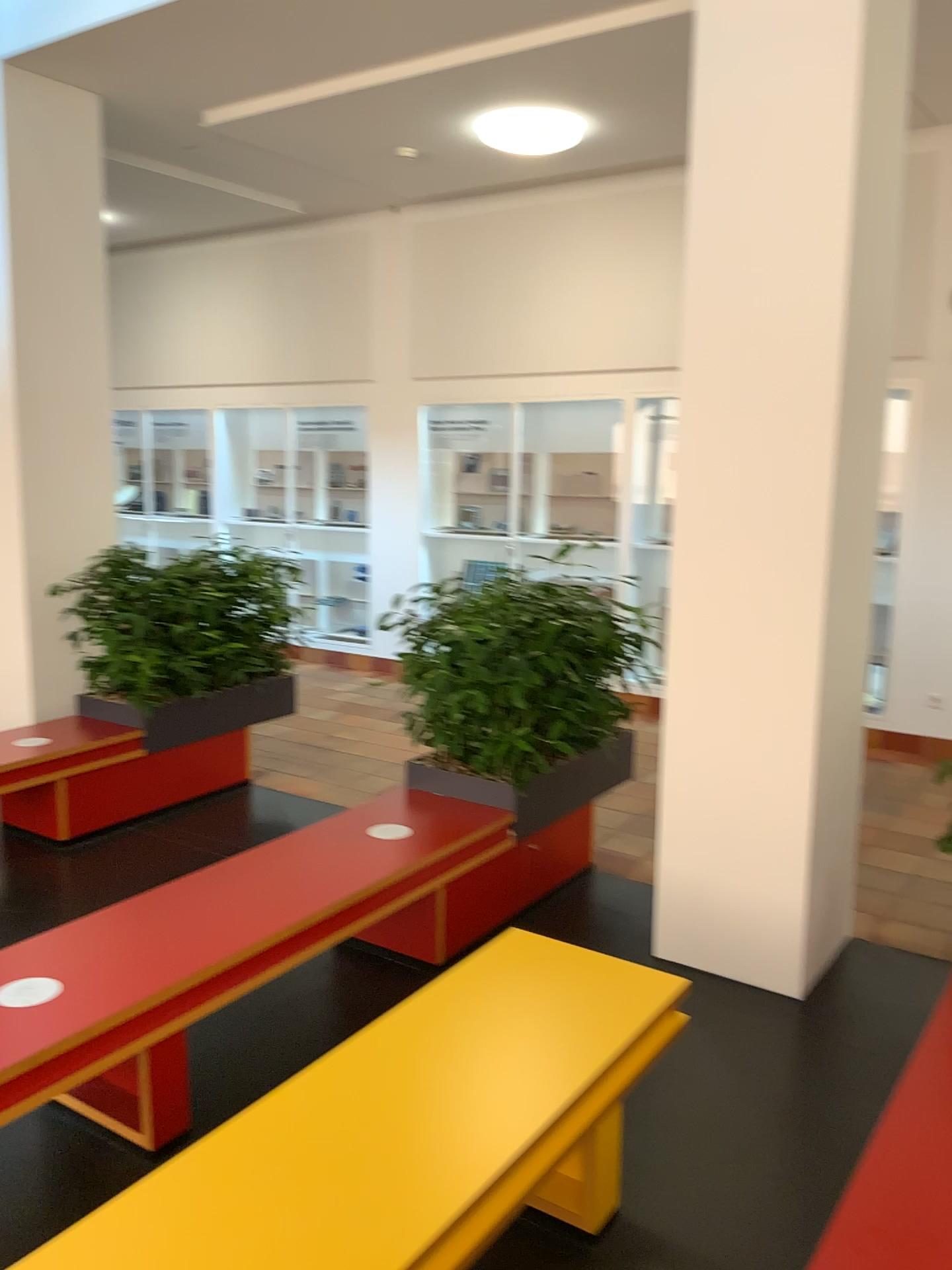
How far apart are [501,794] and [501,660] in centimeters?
51cm

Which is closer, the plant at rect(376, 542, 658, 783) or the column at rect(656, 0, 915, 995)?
the column at rect(656, 0, 915, 995)

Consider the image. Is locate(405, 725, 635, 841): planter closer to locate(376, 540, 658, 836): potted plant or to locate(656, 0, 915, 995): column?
locate(376, 540, 658, 836): potted plant

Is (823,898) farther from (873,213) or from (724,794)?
(873,213)

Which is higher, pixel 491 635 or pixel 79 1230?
pixel 491 635

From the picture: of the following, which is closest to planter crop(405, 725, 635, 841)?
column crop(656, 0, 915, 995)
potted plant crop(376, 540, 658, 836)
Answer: potted plant crop(376, 540, 658, 836)

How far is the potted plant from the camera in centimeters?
379cm

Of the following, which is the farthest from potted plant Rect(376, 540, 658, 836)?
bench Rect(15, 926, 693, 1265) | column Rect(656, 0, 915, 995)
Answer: bench Rect(15, 926, 693, 1265)

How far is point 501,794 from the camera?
3.9m

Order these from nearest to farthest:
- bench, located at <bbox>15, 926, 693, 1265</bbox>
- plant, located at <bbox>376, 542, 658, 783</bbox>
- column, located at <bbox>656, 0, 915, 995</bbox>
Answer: bench, located at <bbox>15, 926, 693, 1265</bbox> → column, located at <bbox>656, 0, 915, 995</bbox> → plant, located at <bbox>376, 542, 658, 783</bbox>
